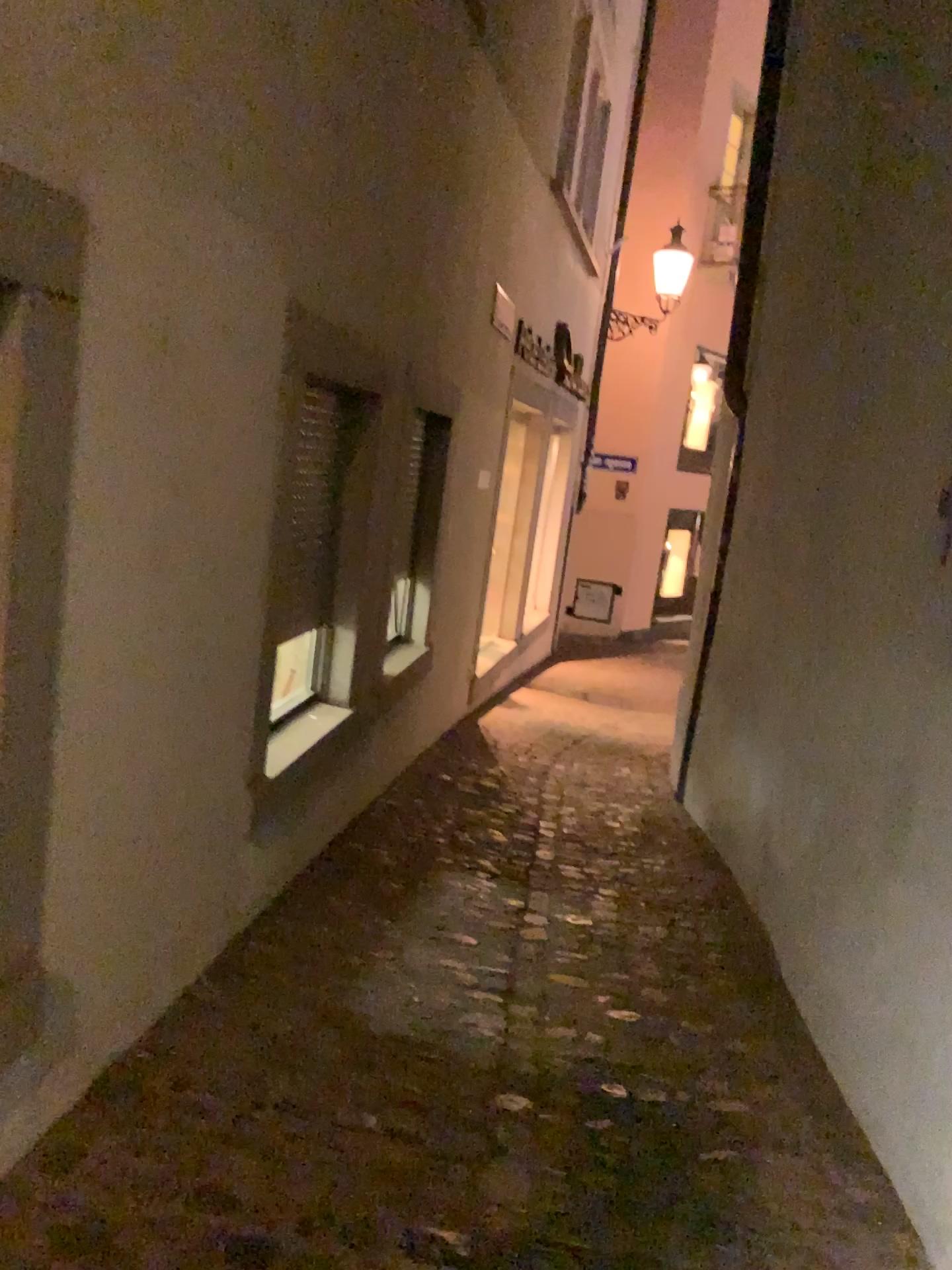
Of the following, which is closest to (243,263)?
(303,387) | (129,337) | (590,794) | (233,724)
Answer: (129,337)
